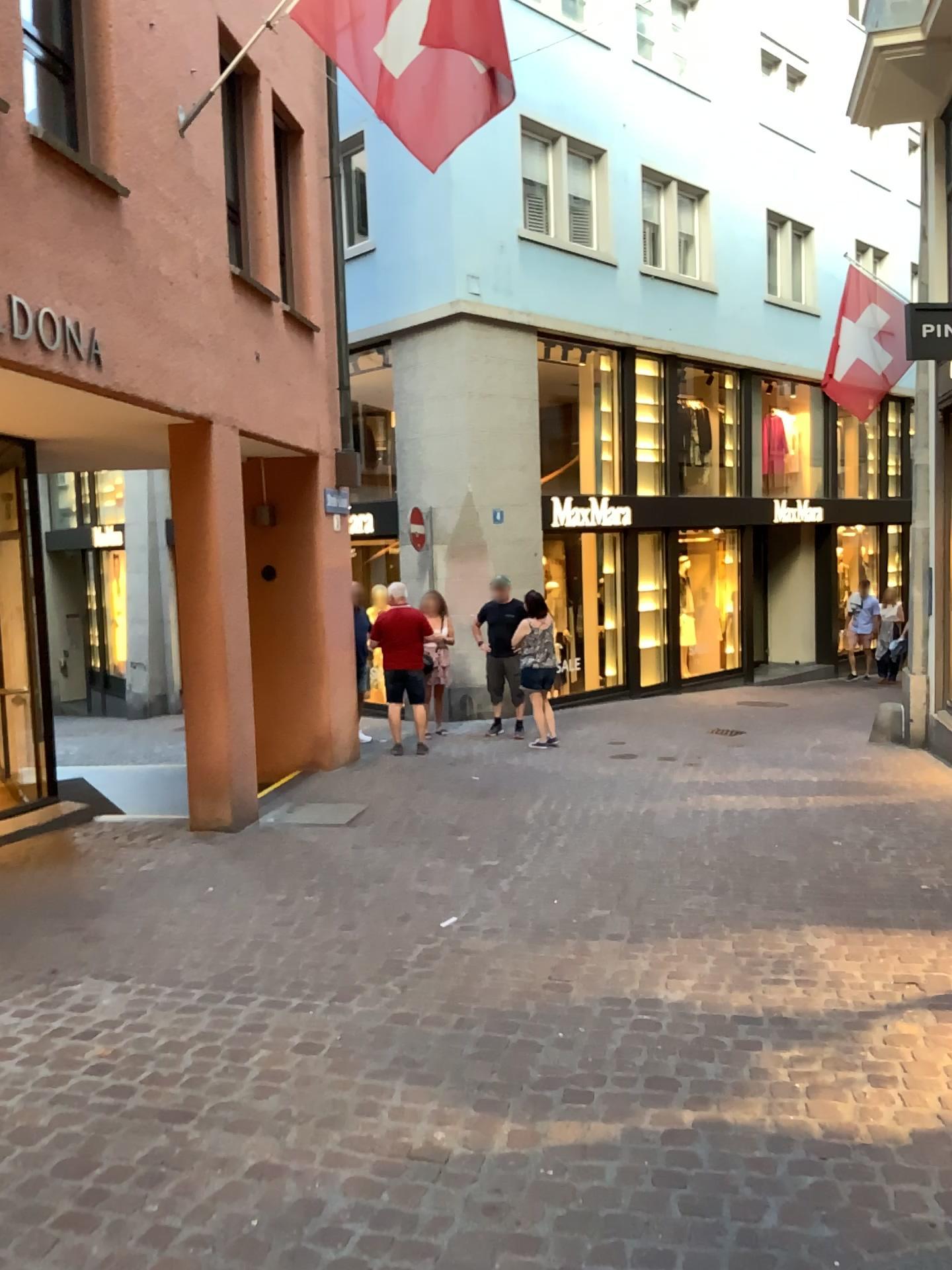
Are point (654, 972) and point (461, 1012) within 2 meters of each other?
yes
